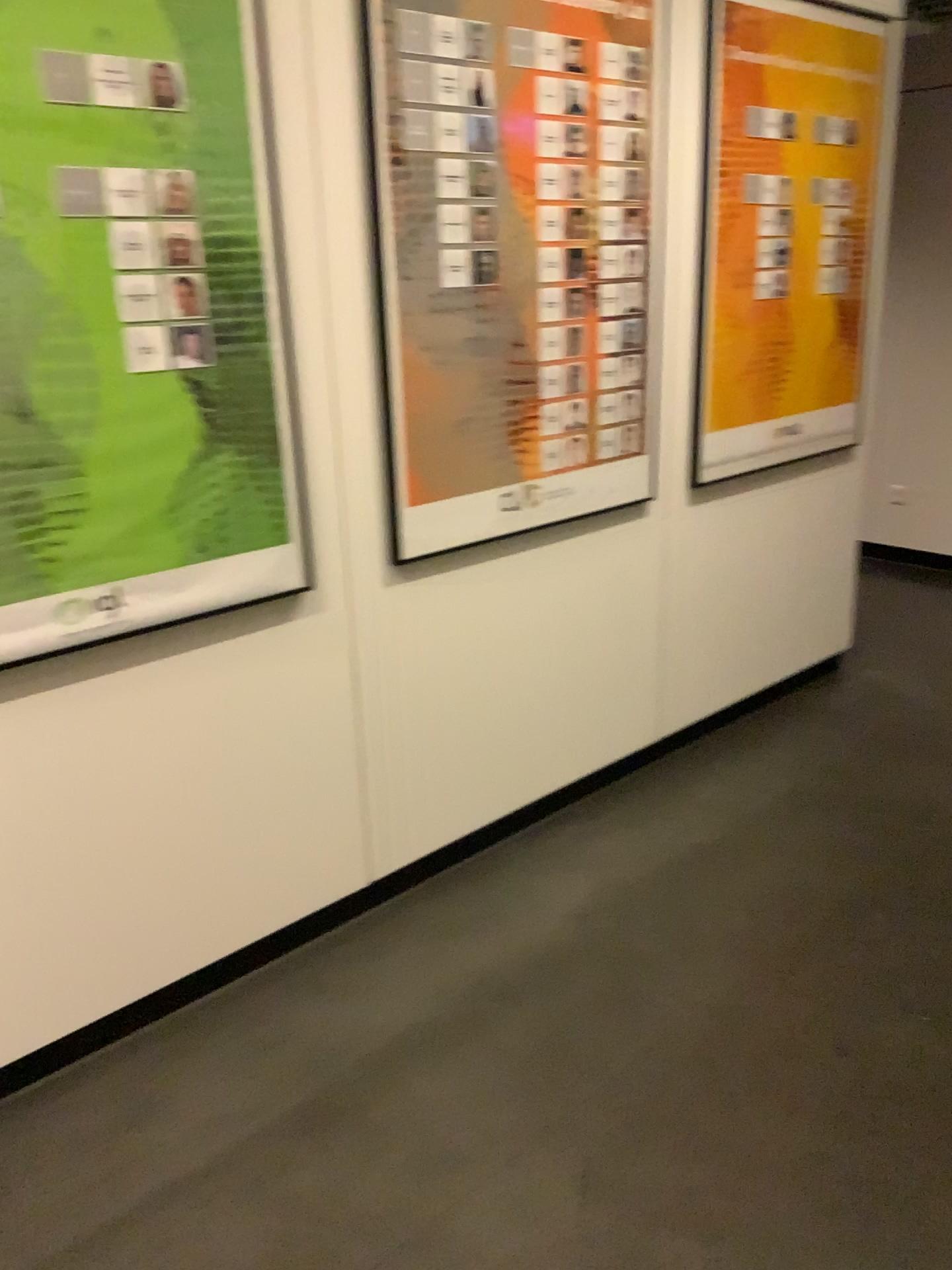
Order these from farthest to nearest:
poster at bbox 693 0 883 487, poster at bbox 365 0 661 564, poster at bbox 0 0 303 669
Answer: poster at bbox 693 0 883 487
poster at bbox 365 0 661 564
poster at bbox 0 0 303 669

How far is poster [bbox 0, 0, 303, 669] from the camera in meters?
1.7 m

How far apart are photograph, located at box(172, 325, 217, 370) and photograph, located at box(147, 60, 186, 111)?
0.37m

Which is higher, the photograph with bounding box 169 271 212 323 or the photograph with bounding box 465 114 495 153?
the photograph with bounding box 465 114 495 153

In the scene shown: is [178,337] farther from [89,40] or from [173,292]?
[89,40]

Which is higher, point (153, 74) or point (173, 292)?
point (153, 74)

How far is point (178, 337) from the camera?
1.9m

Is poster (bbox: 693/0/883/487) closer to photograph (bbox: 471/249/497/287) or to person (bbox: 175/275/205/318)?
photograph (bbox: 471/249/497/287)

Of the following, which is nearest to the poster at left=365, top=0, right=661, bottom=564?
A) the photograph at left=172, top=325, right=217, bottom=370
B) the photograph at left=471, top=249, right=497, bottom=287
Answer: the photograph at left=471, top=249, right=497, bottom=287

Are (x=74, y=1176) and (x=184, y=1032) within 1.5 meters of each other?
yes
